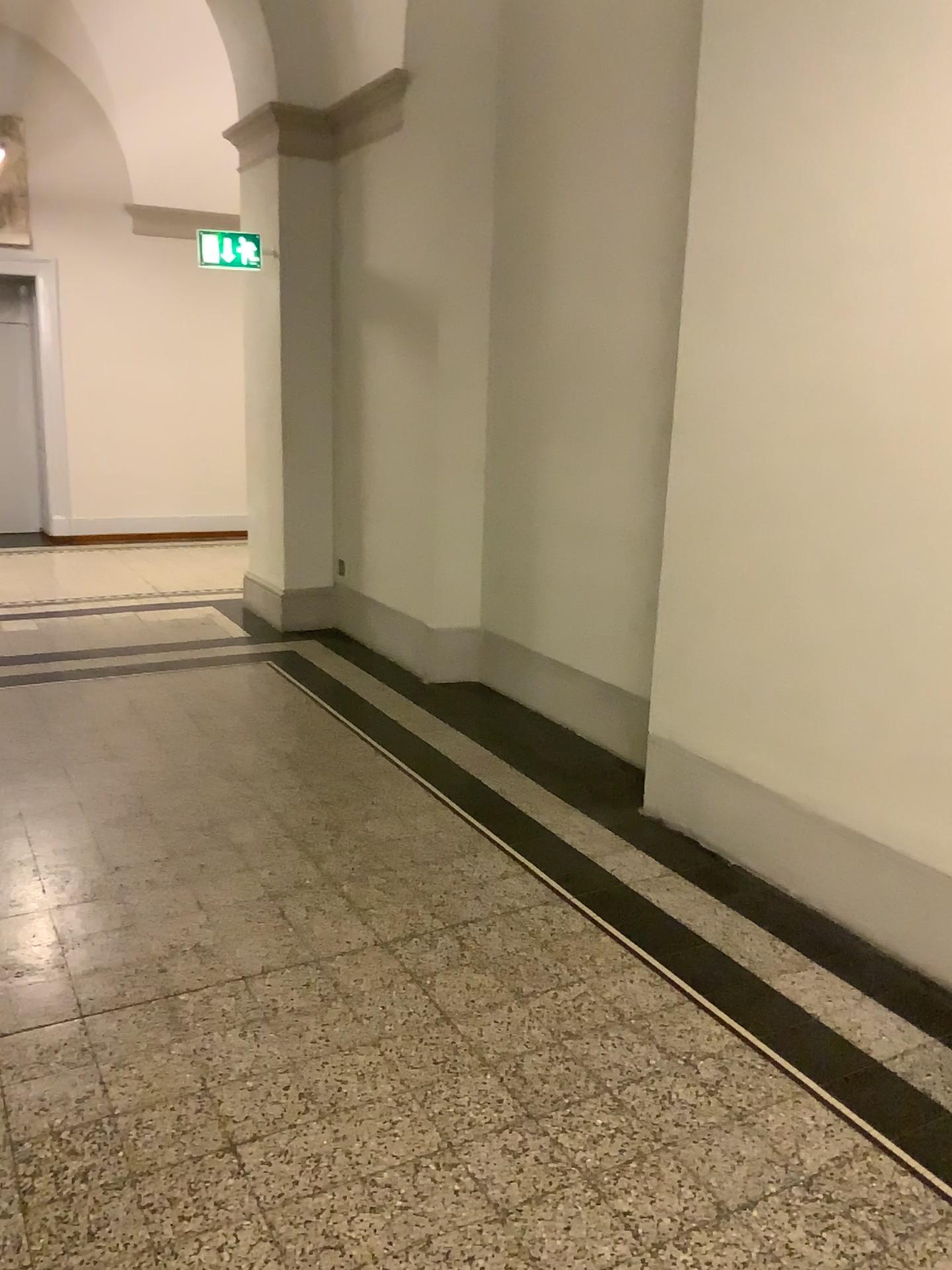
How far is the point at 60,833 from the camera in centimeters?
358cm
